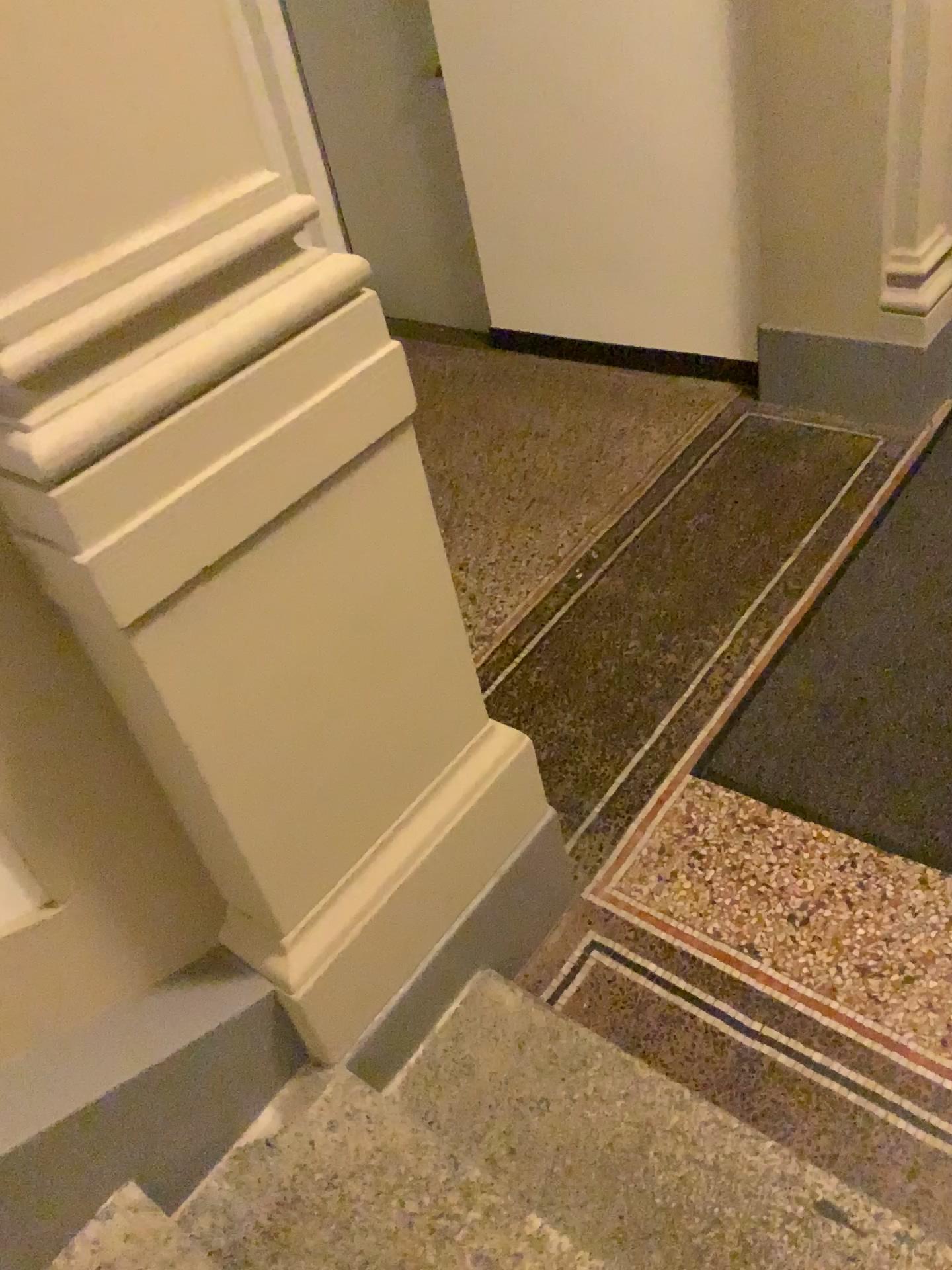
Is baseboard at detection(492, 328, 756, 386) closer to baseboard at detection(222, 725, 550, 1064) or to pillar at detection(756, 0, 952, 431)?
pillar at detection(756, 0, 952, 431)

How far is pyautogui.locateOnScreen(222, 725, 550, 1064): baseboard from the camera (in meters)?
1.63

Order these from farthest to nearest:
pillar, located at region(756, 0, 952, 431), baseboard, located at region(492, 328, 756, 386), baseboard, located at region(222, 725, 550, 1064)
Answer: baseboard, located at region(492, 328, 756, 386)
pillar, located at region(756, 0, 952, 431)
baseboard, located at region(222, 725, 550, 1064)

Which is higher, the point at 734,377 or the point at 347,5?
the point at 347,5

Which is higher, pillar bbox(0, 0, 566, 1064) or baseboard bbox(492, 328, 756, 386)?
pillar bbox(0, 0, 566, 1064)

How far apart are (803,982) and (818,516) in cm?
149

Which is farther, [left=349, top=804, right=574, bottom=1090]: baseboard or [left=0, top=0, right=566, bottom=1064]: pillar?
[left=349, top=804, right=574, bottom=1090]: baseboard

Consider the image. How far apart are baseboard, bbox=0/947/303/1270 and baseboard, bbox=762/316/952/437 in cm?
255

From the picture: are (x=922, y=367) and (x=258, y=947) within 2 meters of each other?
no

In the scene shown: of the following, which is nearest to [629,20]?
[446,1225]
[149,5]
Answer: [149,5]
